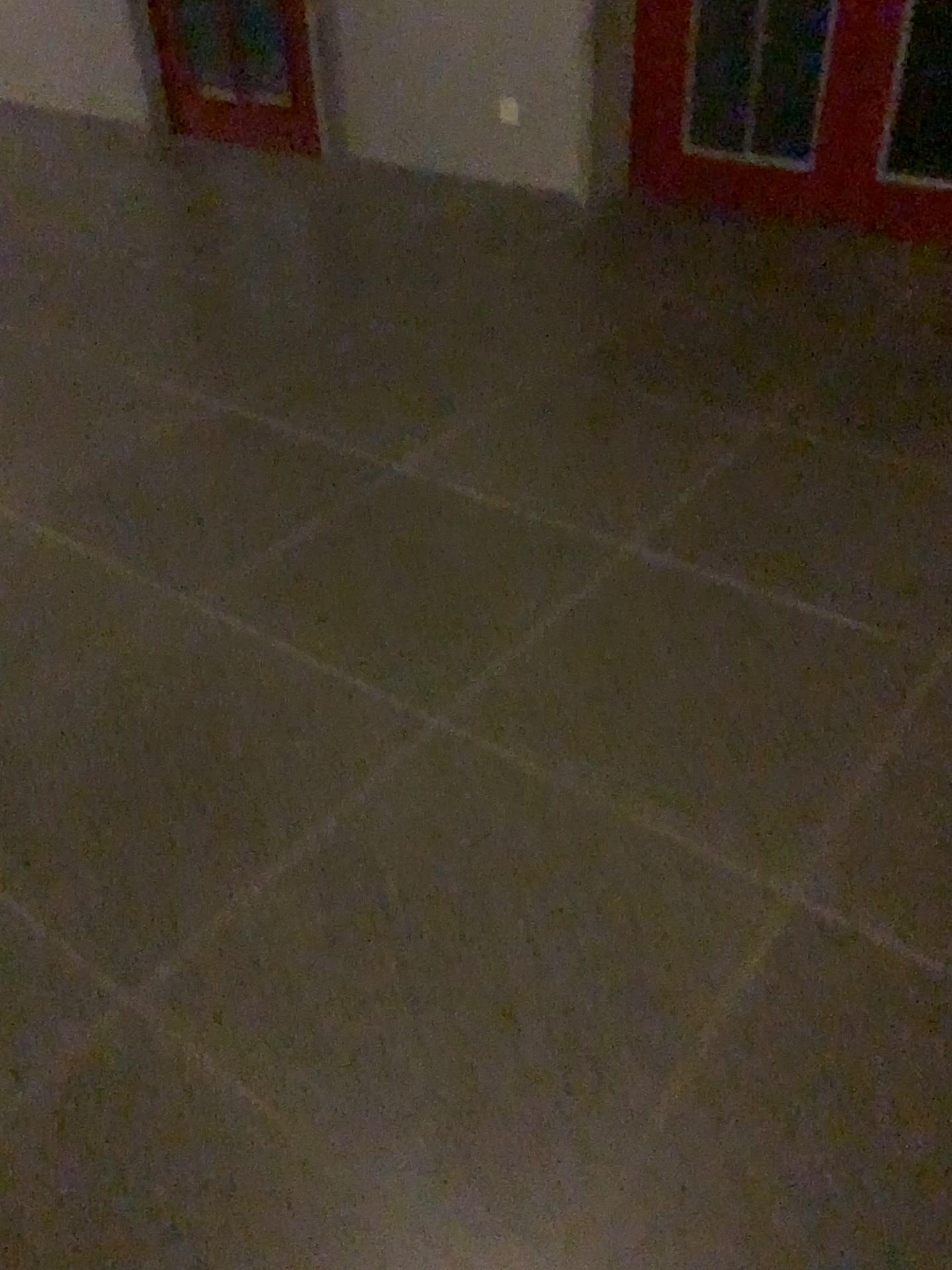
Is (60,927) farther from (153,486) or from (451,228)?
(451,228)
